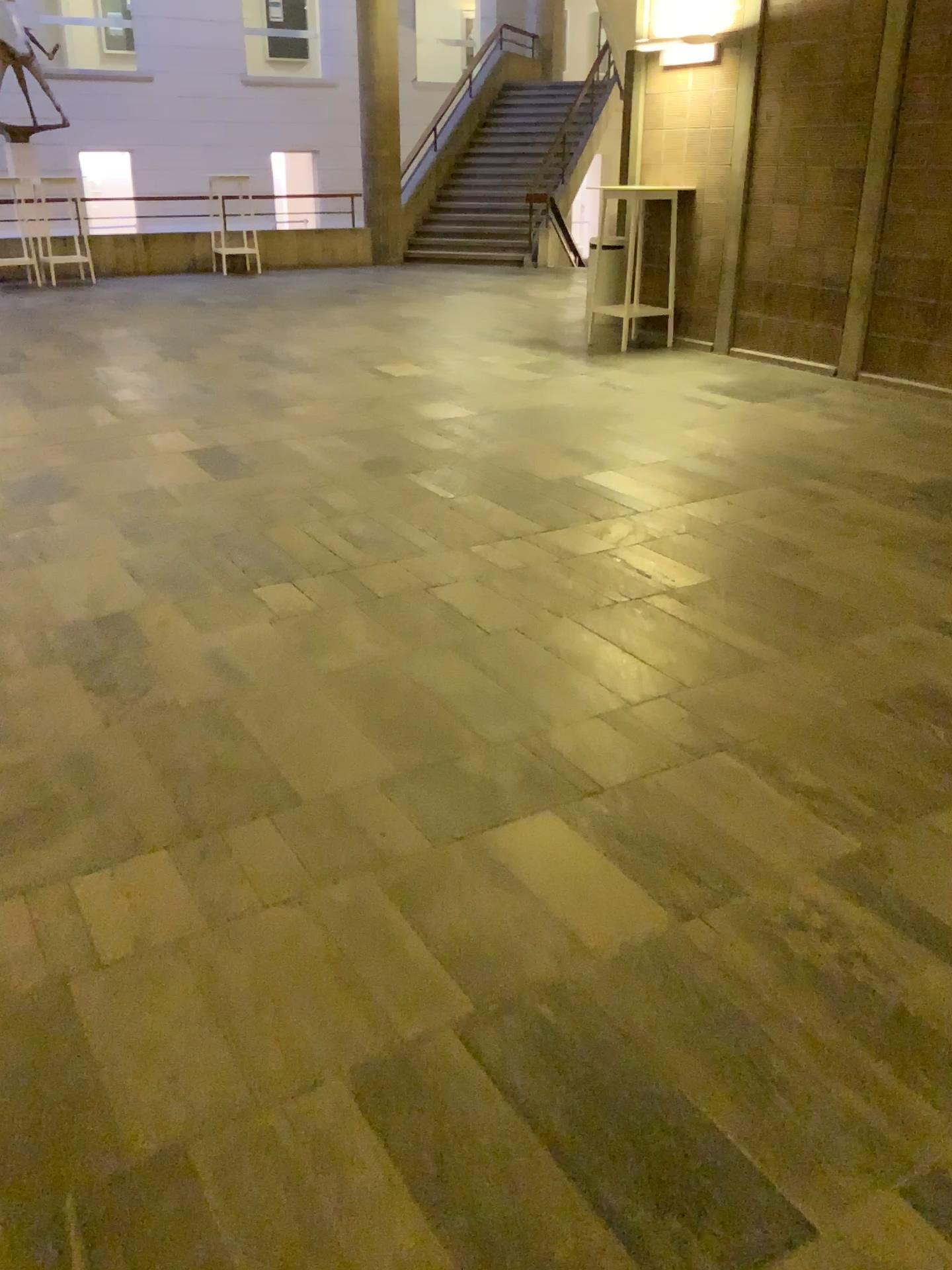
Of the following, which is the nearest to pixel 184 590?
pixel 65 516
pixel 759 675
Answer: pixel 65 516
